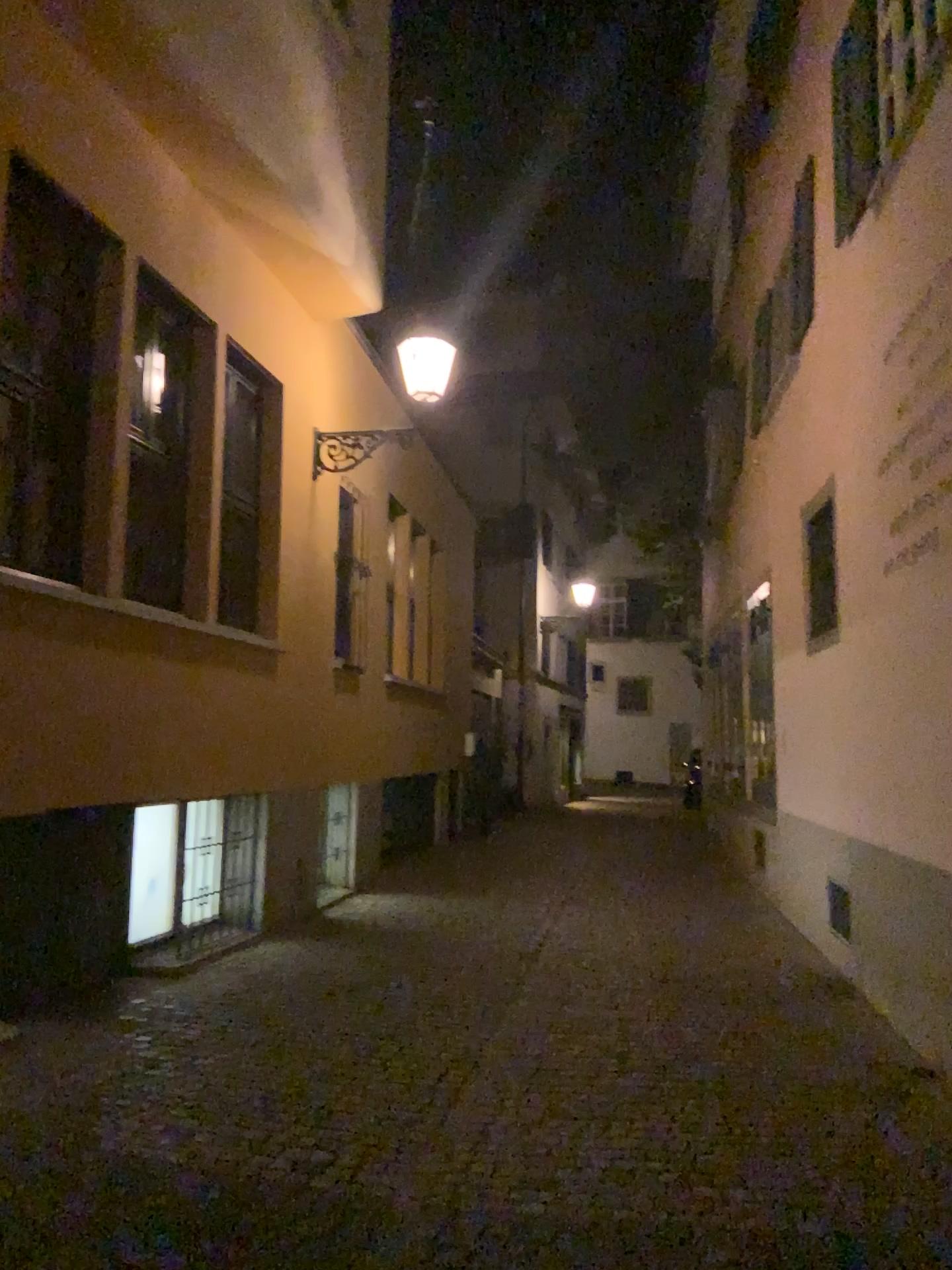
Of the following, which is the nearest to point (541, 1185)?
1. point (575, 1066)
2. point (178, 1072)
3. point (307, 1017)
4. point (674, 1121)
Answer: point (674, 1121)
